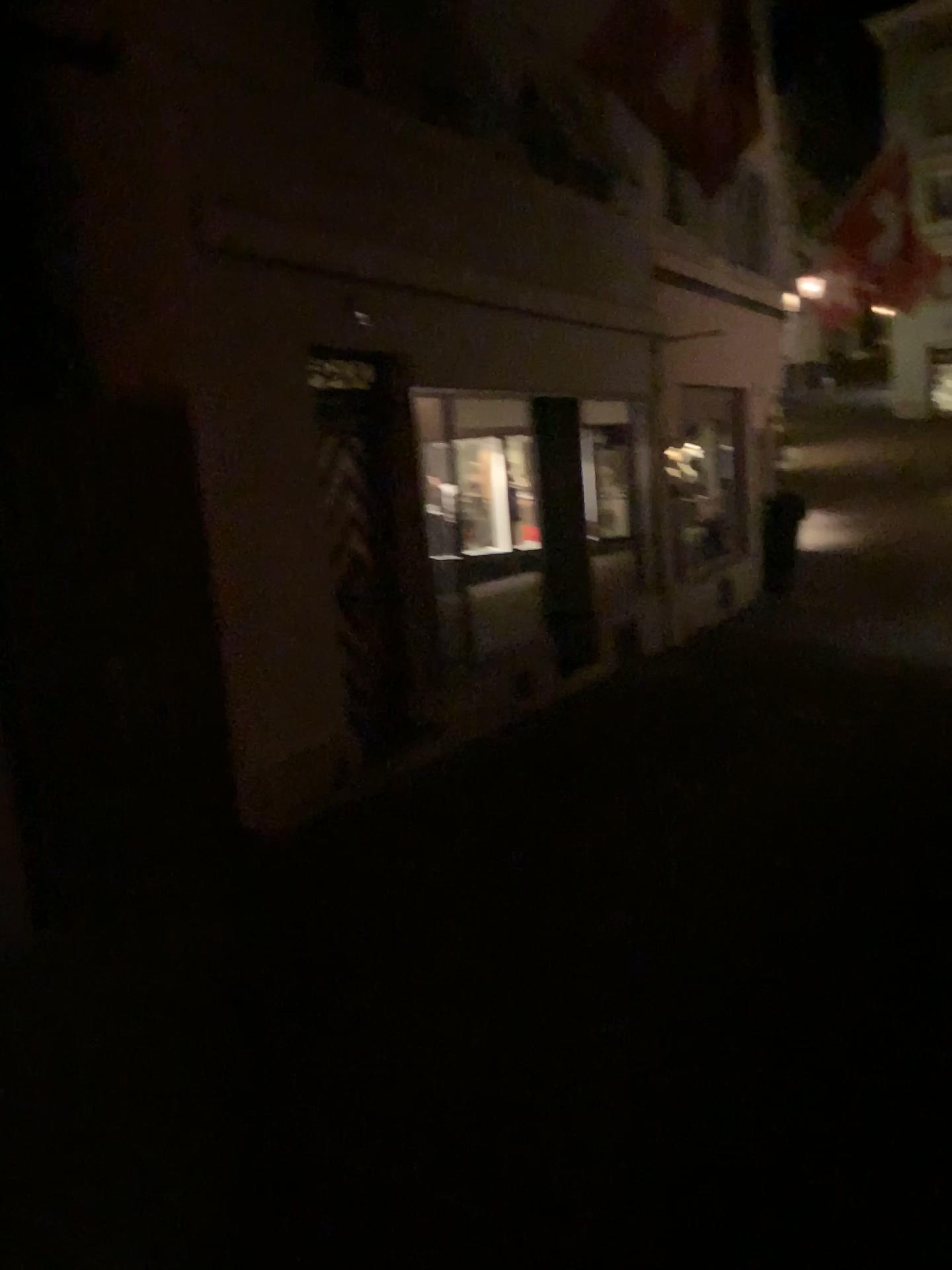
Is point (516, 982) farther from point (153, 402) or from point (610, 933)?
point (153, 402)
